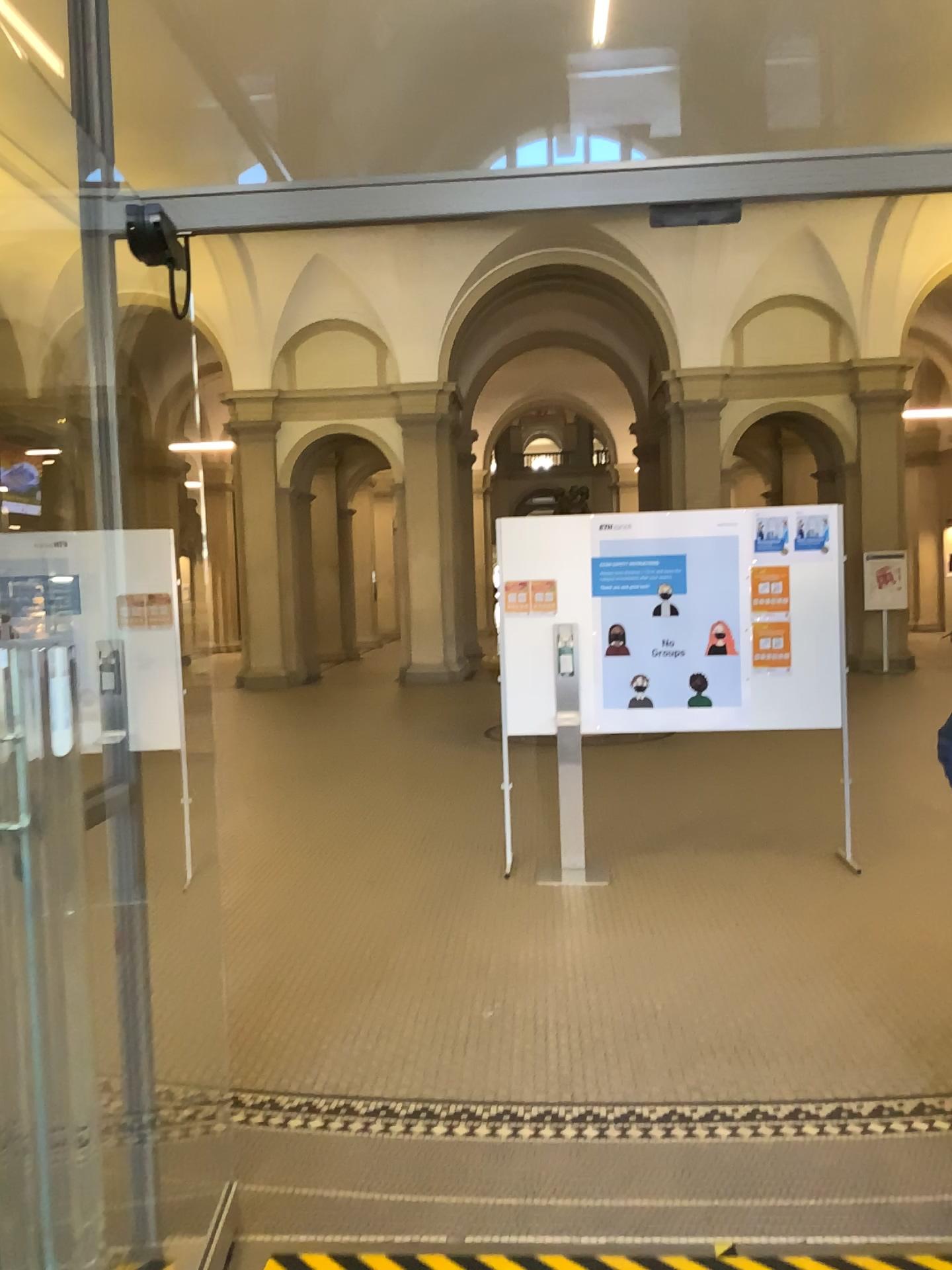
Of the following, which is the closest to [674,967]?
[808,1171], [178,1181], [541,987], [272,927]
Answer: [541,987]
